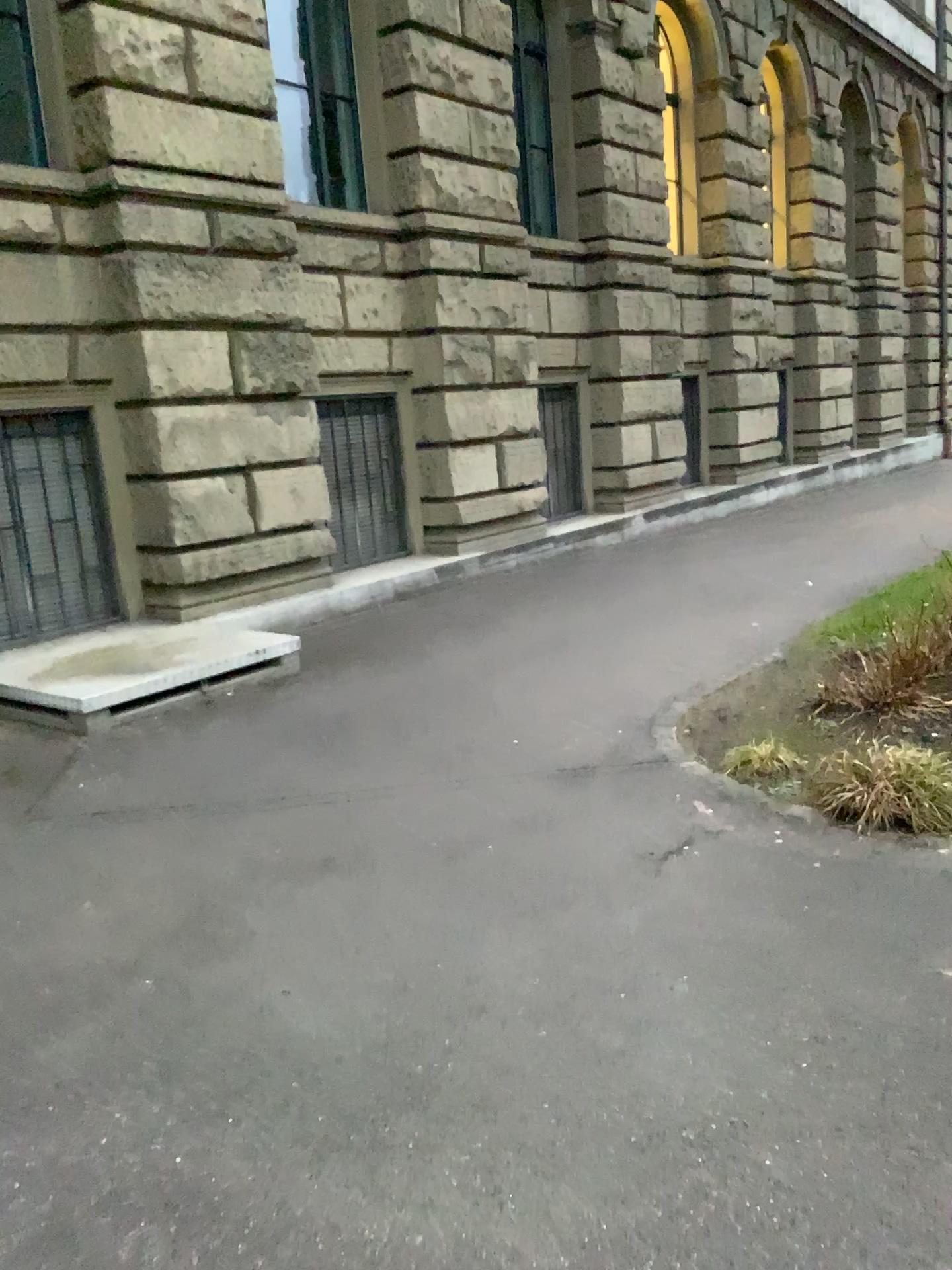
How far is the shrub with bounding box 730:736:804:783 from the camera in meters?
4.4 m

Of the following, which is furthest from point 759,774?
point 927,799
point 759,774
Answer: point 927,799

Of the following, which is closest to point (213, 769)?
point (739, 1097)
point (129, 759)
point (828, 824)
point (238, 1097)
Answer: point (129, 759)

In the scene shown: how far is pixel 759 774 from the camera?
4.4m

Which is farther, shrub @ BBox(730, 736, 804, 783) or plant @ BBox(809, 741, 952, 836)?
shrub @ BBox(730, 736, 804, 783)

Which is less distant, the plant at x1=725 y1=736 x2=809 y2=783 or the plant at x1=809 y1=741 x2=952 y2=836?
the plant at x1=809 y1=741 x2=952 y2=836

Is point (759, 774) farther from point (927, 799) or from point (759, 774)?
point (927, 799)

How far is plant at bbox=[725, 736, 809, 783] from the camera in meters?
4.4
